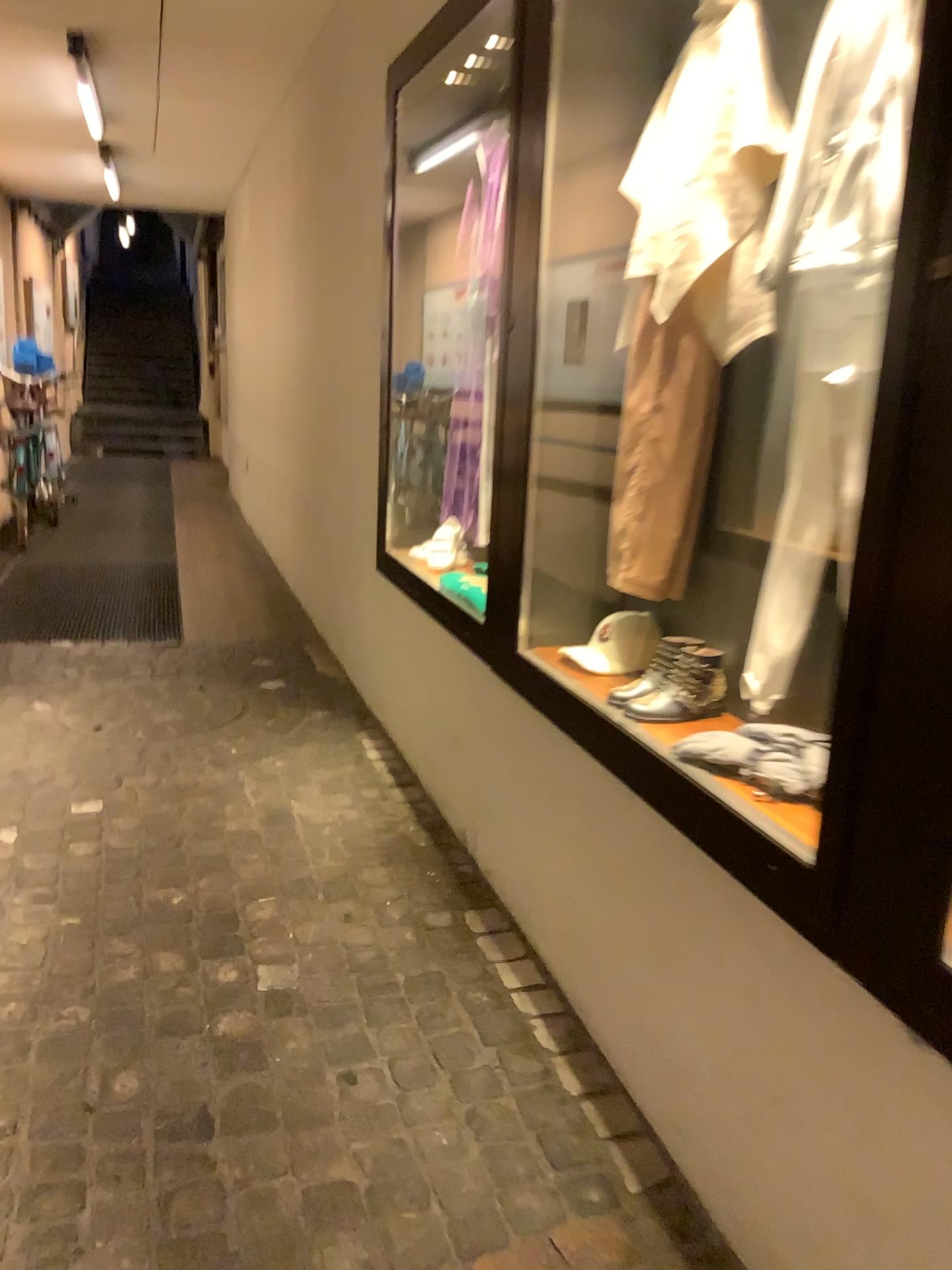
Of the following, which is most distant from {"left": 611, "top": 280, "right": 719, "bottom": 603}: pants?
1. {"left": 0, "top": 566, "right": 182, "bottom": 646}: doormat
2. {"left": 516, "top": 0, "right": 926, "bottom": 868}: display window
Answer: {"left": 0, "top": 566, "right": 182, "bottom": 646}: doormat

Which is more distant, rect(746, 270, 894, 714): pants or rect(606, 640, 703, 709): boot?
rect(606, 640, 703, 709): boot

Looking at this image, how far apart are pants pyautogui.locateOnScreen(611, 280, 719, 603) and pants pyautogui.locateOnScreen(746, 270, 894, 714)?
0.3 meters

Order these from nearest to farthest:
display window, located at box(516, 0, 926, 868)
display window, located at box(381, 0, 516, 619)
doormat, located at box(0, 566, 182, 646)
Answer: display window, located at box(516, 0, 926, 868) → display window, located at box(381, 0, 516, 619) → doormat, located at box(0, 566, 182, 646)

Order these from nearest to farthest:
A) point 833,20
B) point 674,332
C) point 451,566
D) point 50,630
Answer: point 833,20
point 674,332
point 451,566
point 50,630

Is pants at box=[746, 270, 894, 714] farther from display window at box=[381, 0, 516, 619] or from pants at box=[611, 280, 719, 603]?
display window at box=[381, 0, 516, 619]

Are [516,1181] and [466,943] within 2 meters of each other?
yes

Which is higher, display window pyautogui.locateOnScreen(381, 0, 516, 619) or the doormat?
display window pyautogui.locateOnScreen(381, 0, 516, 619)

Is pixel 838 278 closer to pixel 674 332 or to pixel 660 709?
pixel 674 332

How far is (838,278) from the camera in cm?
160
